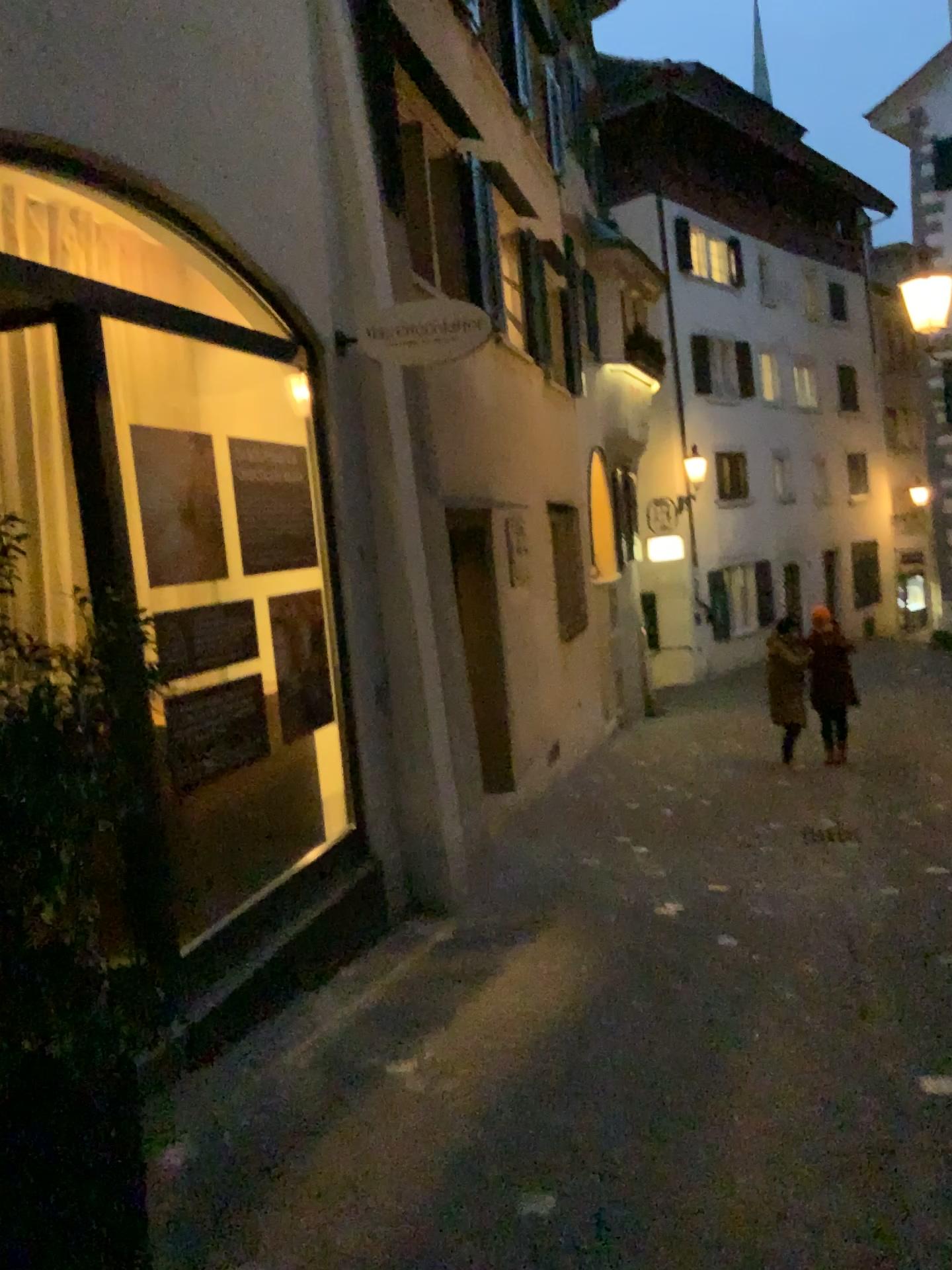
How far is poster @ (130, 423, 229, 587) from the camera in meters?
3.4 m

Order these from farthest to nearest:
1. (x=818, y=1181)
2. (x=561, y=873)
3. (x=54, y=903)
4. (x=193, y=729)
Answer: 1. (x=561, y=873)
2. (x=193, y=729)
3. (x=818, y=1181)
4. (x=54, y=903)

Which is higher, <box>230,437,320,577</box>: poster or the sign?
the sign

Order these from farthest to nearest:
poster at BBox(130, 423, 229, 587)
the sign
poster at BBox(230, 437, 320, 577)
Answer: the sign, poster at BBox(230, 437, 320, 577), poster at BBox(130, 423, 229, 587)

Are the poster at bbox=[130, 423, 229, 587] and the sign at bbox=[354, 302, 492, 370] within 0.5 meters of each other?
no

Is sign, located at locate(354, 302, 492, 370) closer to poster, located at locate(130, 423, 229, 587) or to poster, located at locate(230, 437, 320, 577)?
poster, located at locate(230, 437, 320, 577)

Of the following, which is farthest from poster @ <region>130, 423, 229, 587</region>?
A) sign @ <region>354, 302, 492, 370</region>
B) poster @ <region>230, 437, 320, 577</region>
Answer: sign @ <region>354, 302, 492, 370</region>

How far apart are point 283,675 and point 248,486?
0.8 meters

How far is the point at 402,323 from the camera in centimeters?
460cm

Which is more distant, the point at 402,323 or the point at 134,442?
the point at 402,323
